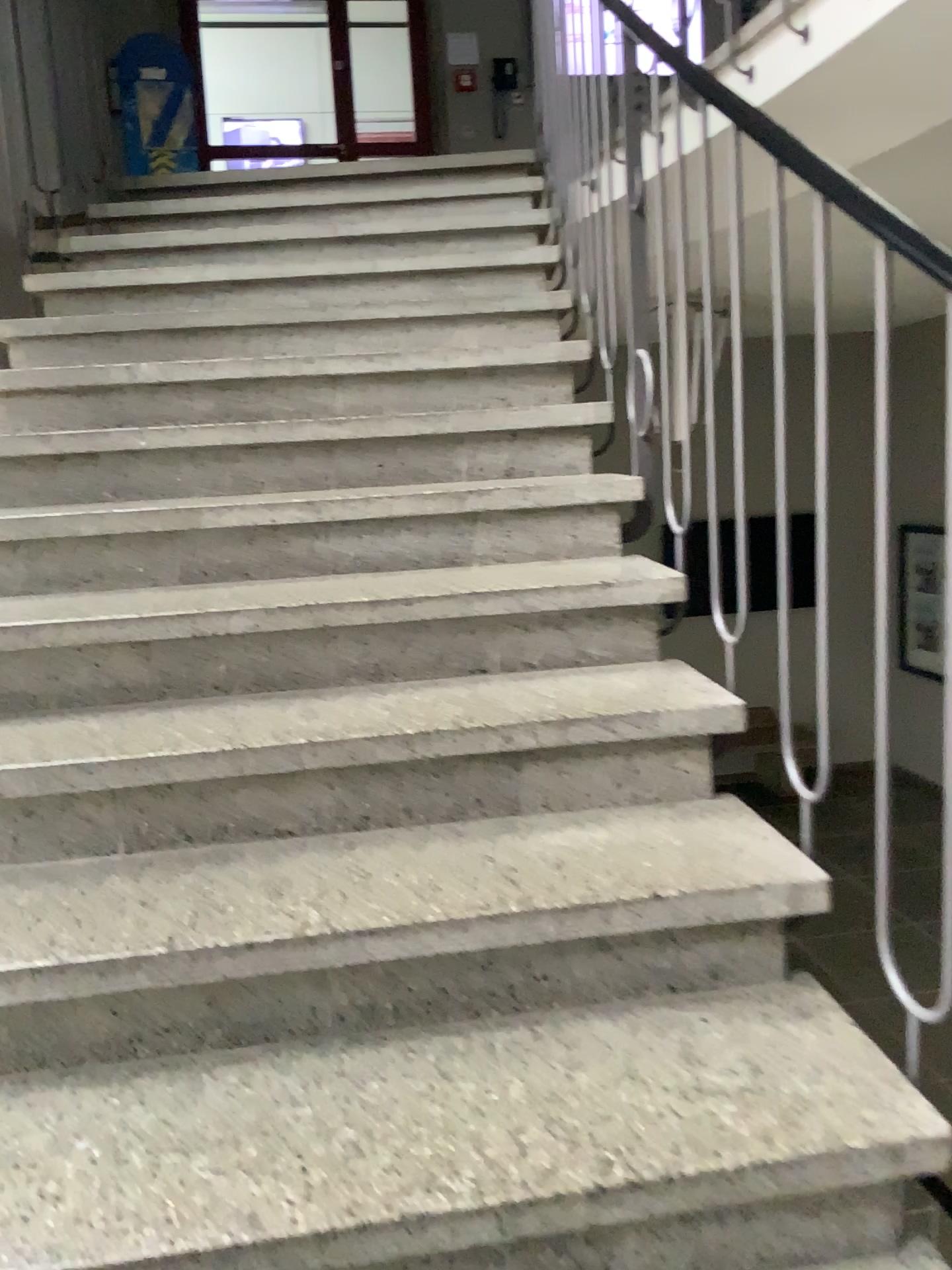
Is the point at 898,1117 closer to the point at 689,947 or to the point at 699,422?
the point at 689,947
